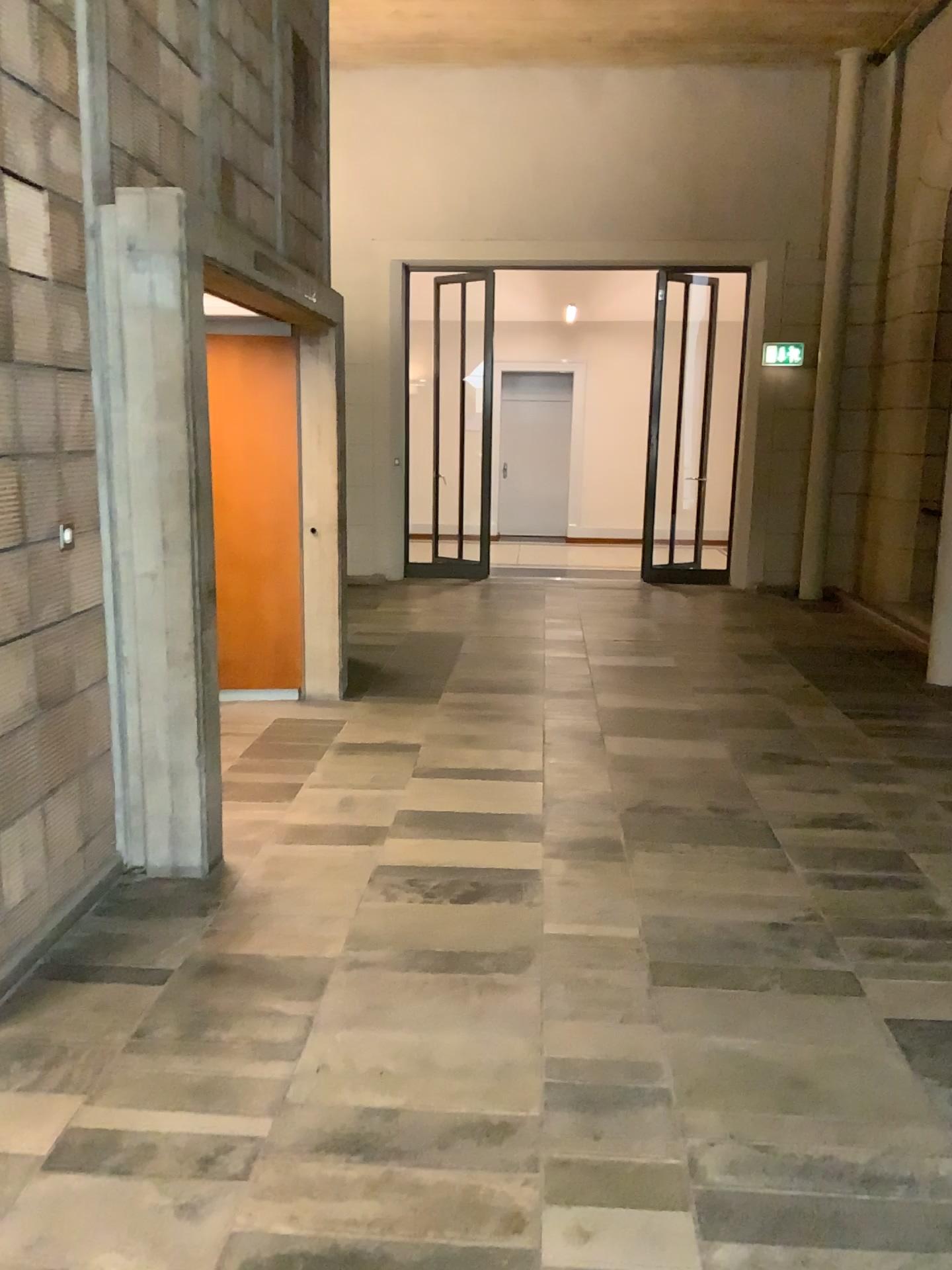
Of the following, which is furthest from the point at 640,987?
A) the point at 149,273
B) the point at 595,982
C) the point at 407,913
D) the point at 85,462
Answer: the point at 149,273

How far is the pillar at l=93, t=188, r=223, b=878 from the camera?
3.3m

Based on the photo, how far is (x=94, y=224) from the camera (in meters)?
3.34
